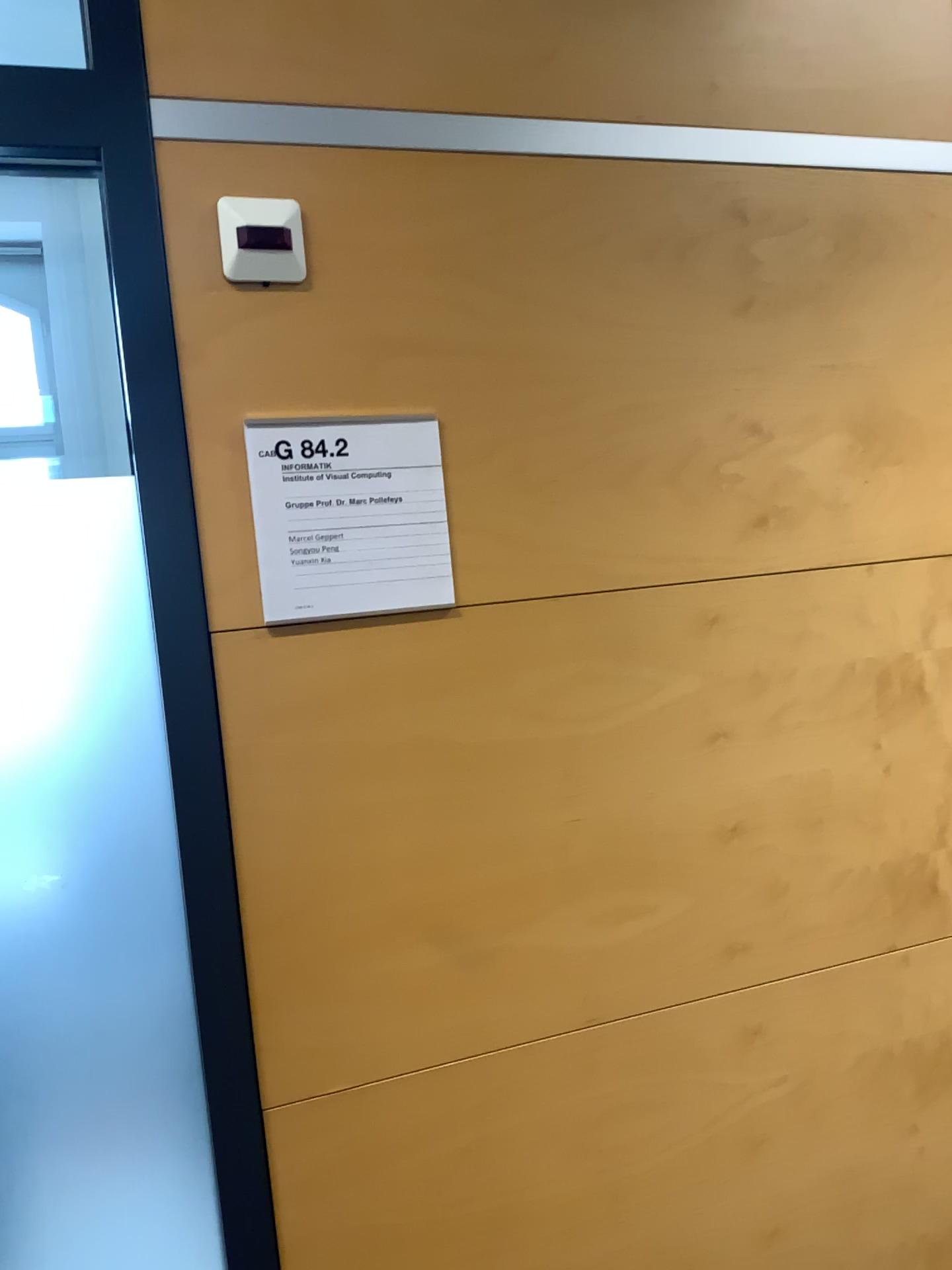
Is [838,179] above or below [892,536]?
above

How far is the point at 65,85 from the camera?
1.04m

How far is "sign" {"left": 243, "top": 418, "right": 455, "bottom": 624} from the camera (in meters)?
1.10

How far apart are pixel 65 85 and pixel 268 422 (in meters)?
0.38

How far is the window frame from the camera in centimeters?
104cm

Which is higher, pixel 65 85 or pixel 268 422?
pixel 65 85
